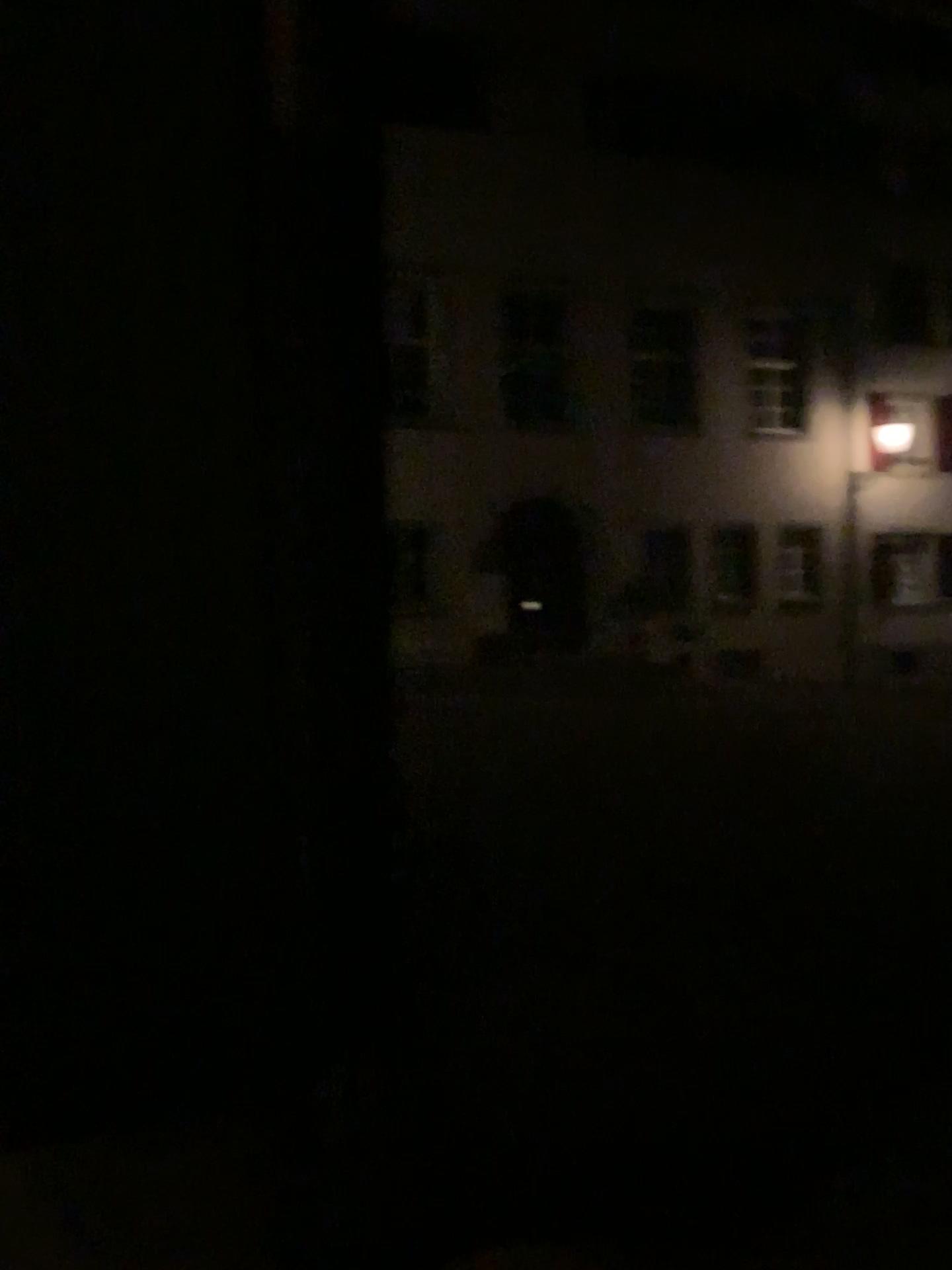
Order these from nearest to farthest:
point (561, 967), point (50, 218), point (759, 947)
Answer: point (50, 218)
point (561, 967)
point (759, 947)
